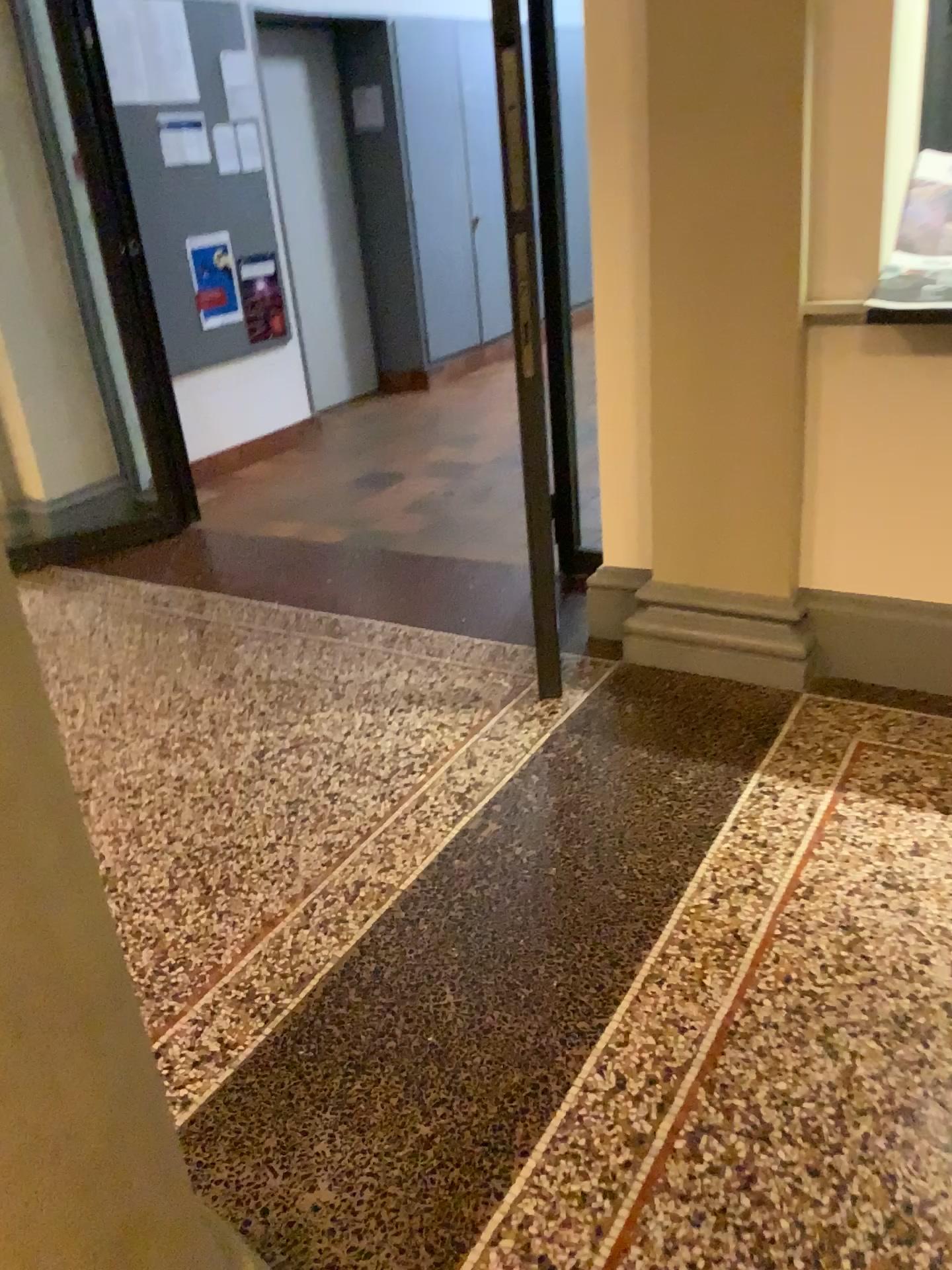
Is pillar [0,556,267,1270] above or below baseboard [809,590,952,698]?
above

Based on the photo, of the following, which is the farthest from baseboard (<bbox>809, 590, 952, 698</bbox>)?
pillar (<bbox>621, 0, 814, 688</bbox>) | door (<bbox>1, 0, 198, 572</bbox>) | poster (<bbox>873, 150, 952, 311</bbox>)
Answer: door (<bbox>1, 0, 198, 572</bbox>)

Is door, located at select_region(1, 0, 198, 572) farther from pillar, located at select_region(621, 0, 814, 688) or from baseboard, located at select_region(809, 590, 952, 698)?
baseboard, located at select_region(809, 590, 952, 698)

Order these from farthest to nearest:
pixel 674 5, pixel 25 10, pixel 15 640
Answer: pixel 25 10, pixel 674 5, pixel 15 640

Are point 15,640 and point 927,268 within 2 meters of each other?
no

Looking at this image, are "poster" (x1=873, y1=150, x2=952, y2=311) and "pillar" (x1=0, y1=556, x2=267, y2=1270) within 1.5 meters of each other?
no

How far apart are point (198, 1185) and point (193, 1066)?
0.26m

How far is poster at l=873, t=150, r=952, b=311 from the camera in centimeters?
257cm

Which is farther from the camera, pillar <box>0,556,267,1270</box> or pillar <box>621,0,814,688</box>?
pillar <box>621,0,814,688</box>

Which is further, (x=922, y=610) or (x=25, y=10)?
(x=25, y=10)
